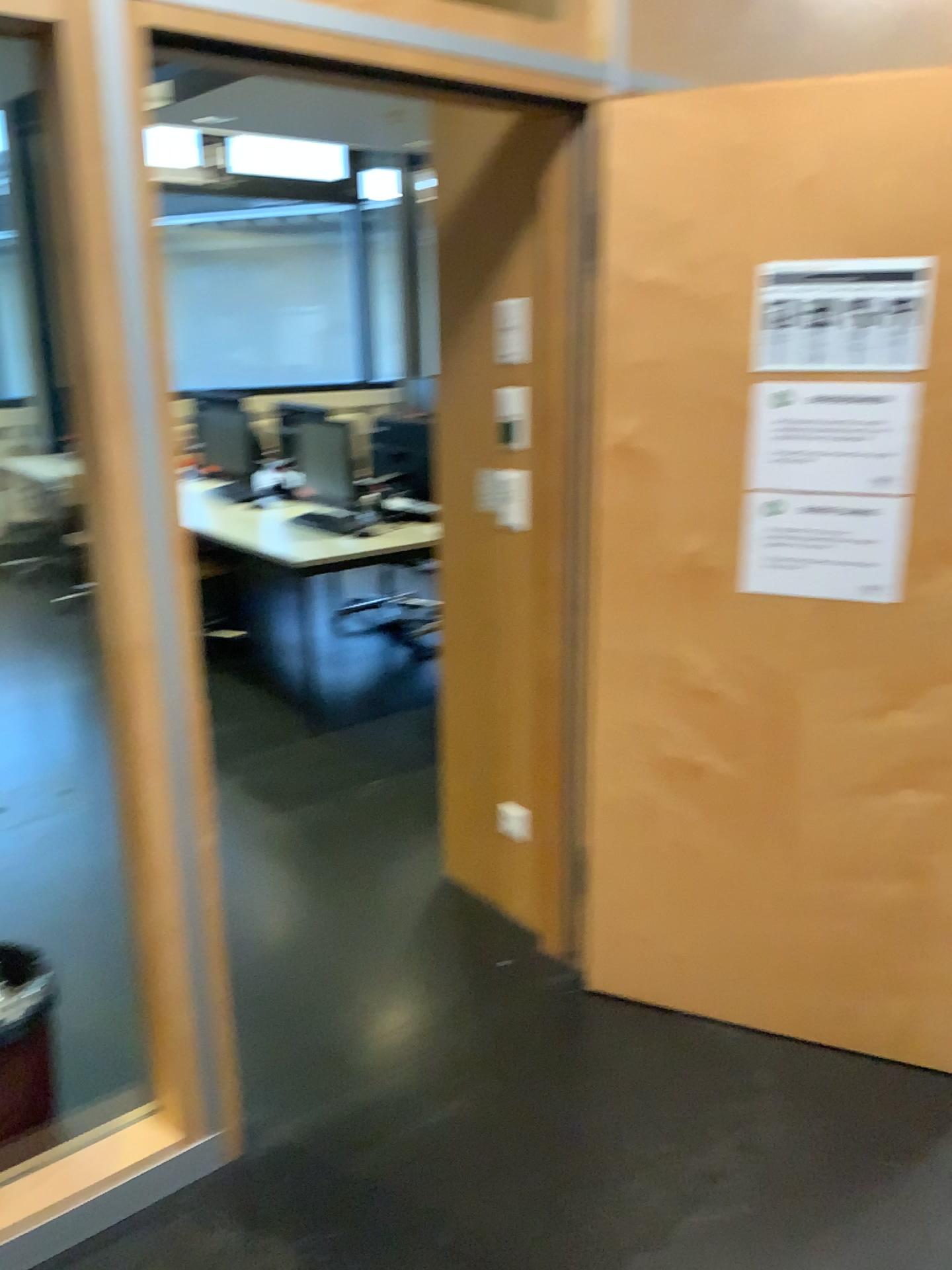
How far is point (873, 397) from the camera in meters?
2.0 m

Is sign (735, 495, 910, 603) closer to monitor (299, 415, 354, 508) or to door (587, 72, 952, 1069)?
door (587, 72, 952, 1069)

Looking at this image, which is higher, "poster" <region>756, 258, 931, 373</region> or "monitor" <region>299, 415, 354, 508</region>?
"poster" <region>756, 258, 931, 373</region>

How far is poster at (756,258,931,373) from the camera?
2.0m

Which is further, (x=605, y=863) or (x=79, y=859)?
(x=79, y=859)

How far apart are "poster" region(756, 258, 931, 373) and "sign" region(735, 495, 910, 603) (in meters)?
0.27

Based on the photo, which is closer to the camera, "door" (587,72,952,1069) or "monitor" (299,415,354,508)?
"door" (587,72,952,1069)

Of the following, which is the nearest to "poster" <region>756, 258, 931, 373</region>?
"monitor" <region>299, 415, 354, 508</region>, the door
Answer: the door

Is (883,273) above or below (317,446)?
above

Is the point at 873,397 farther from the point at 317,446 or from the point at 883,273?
the point at 317,446
